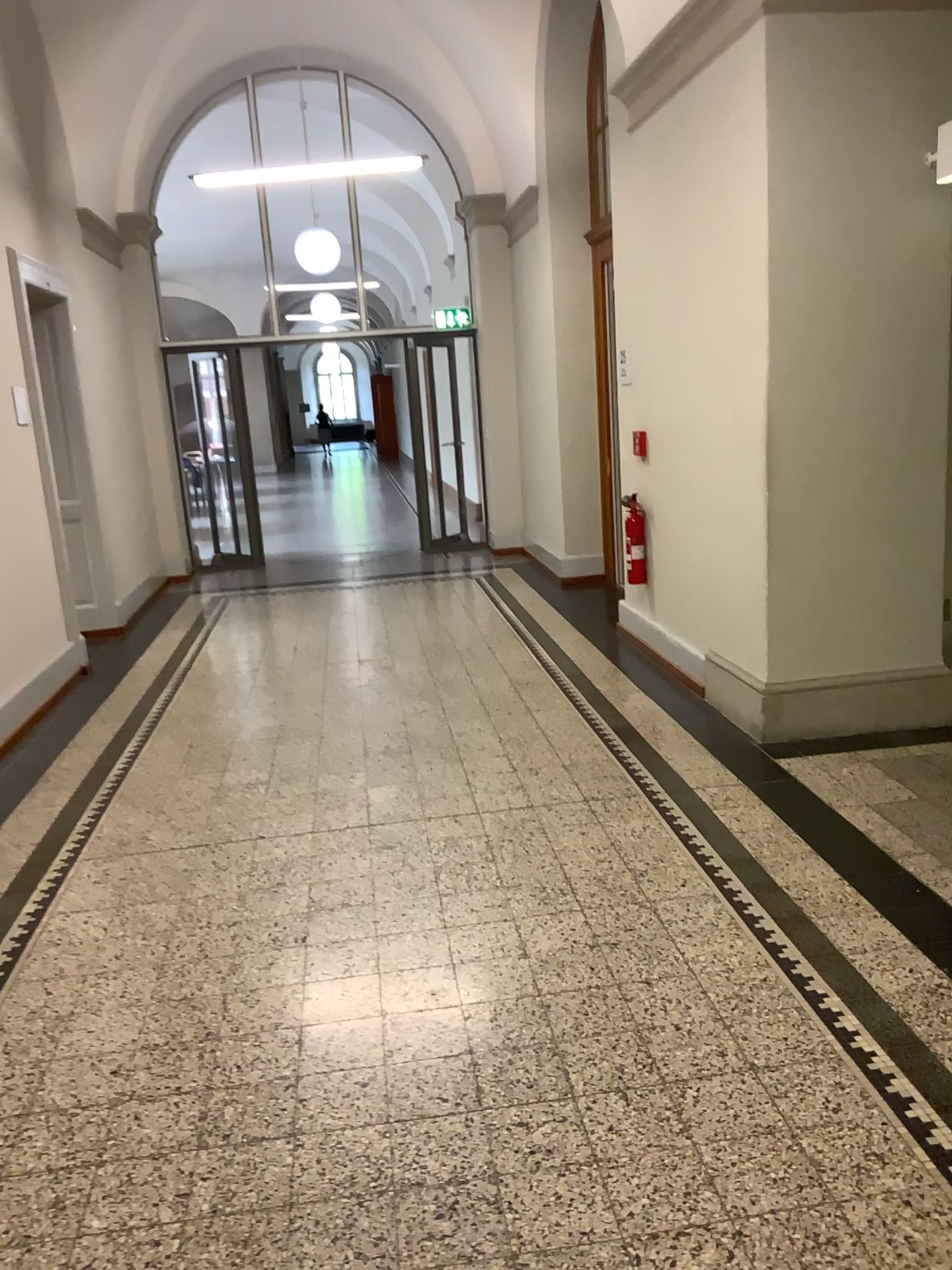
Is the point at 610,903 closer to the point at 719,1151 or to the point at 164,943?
the point at 719,1151

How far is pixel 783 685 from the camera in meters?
4.4

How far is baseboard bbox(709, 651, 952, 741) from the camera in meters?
4.4 m
